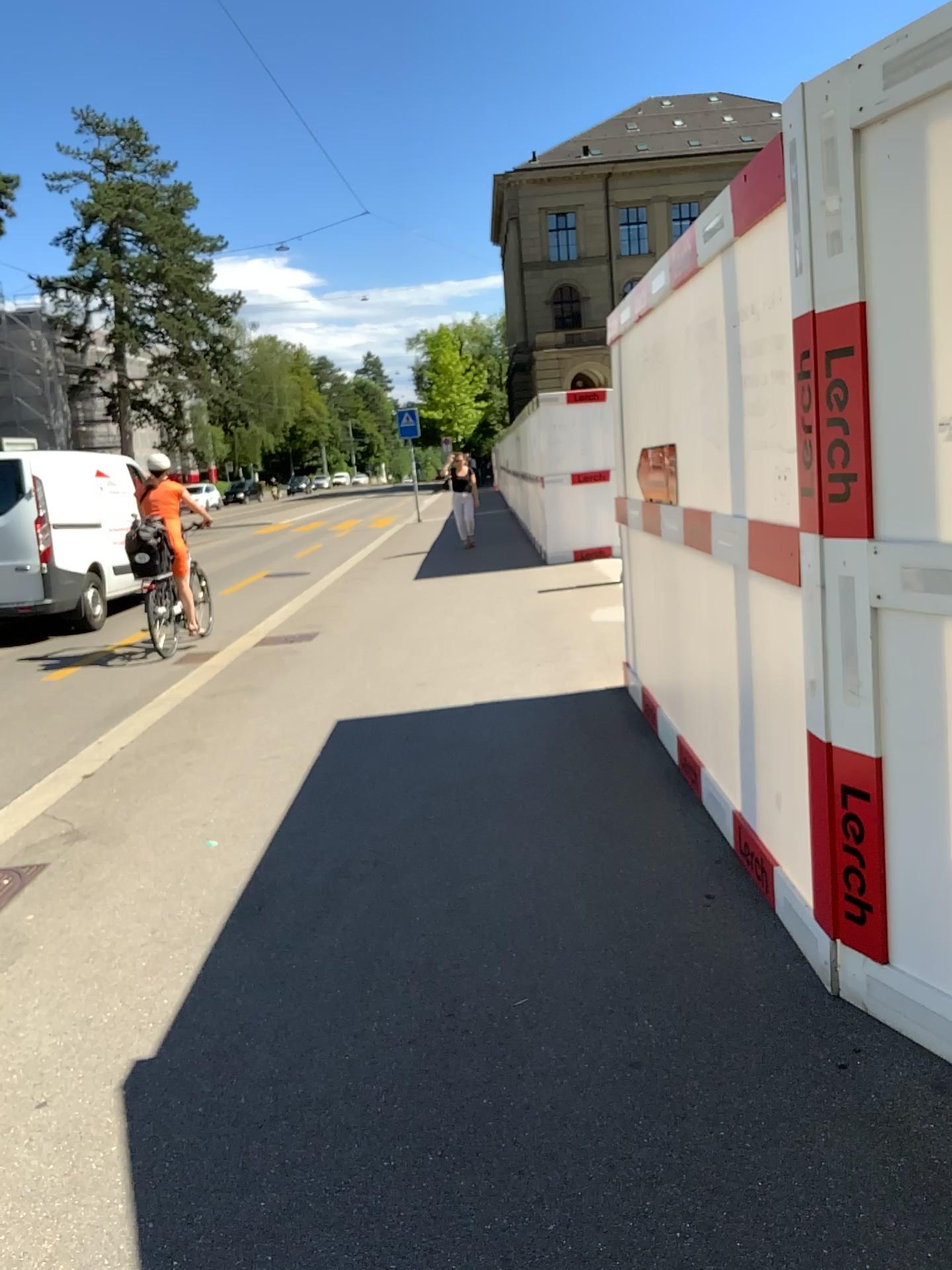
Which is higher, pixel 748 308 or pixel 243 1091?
pixel 748 308
